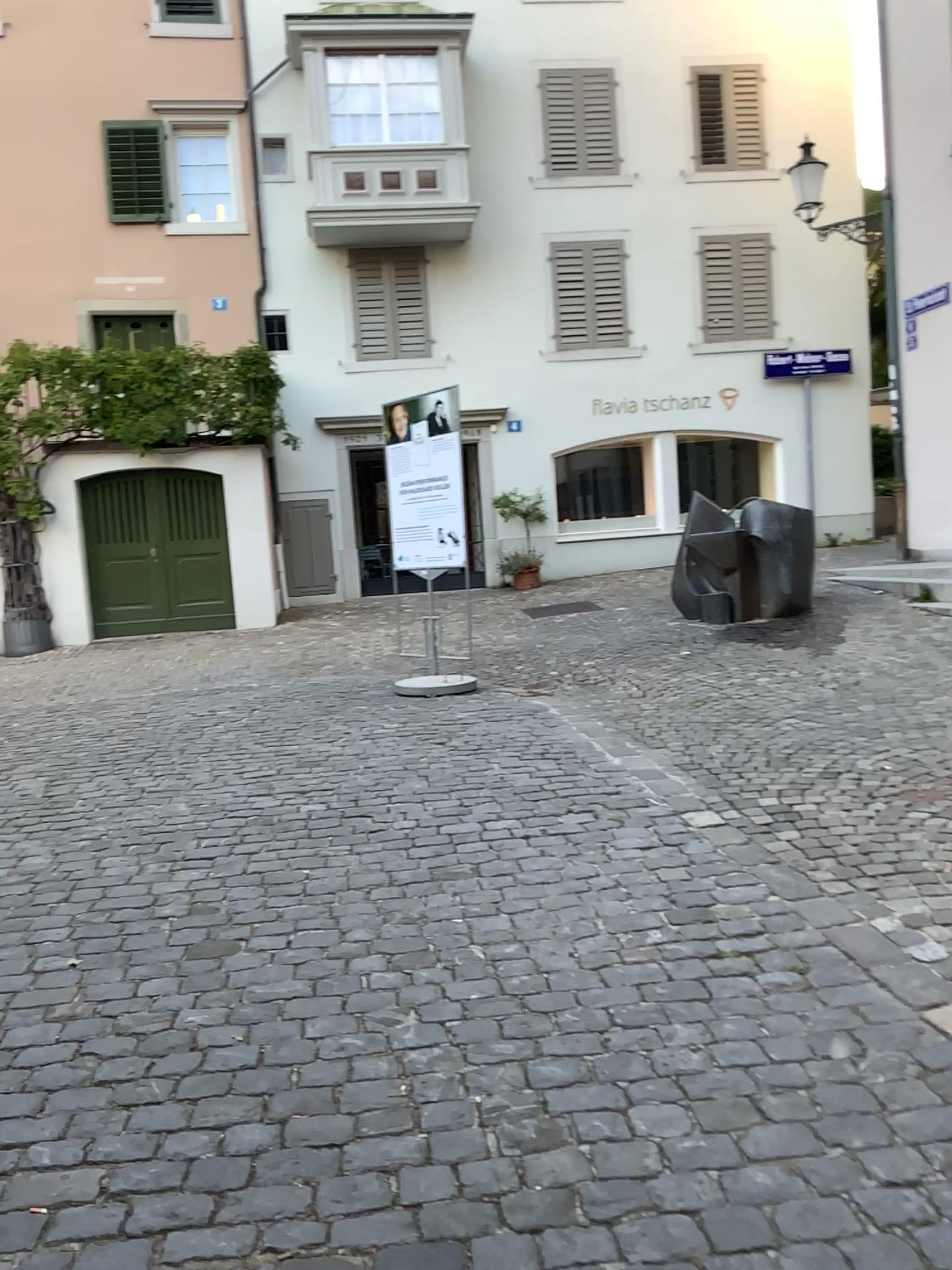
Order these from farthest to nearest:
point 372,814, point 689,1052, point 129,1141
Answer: point 372,814 < point 689,1052 < point 129,1141
